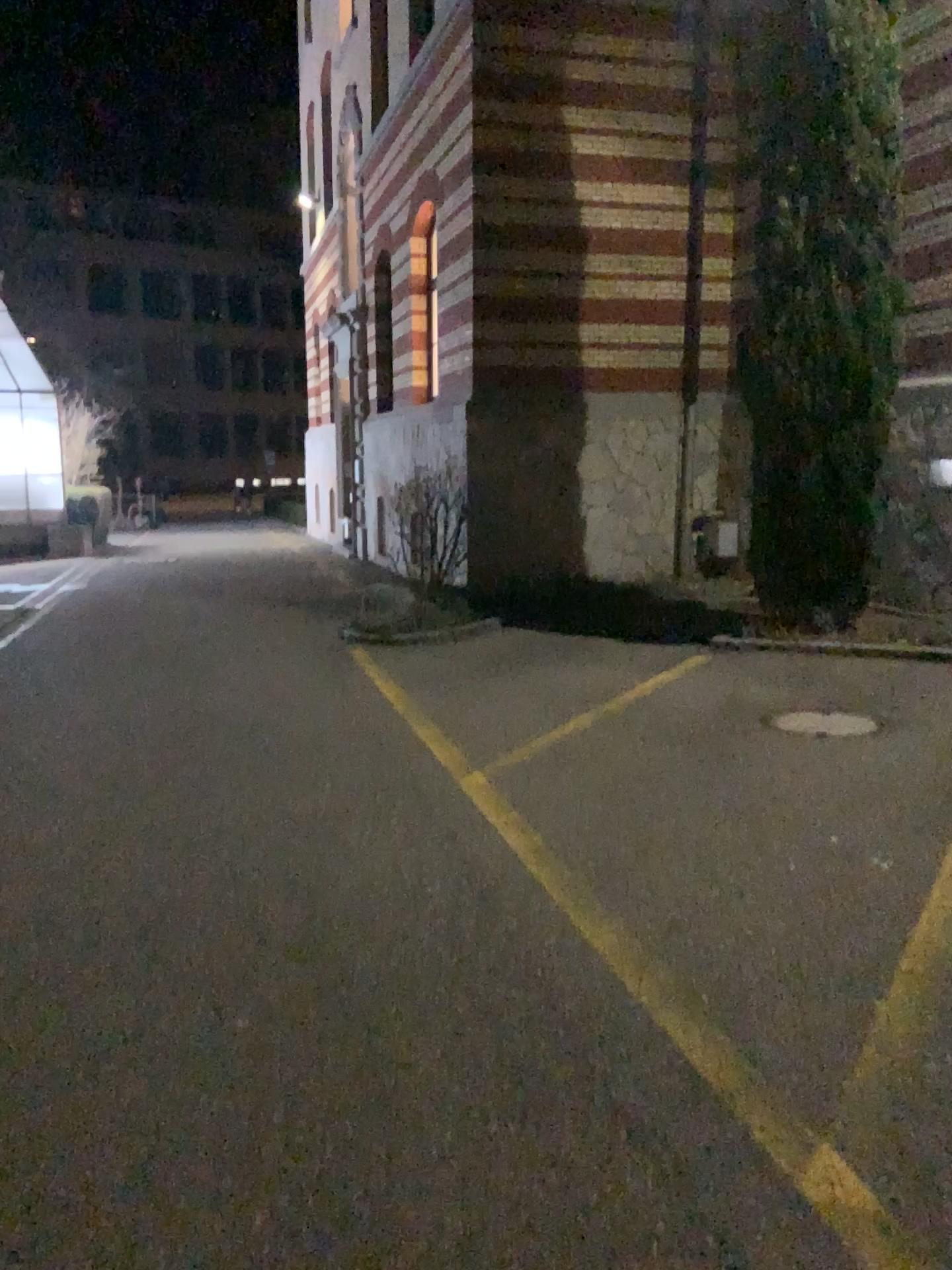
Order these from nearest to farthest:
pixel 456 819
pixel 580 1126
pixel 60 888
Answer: pixel 580 1126 < pixel 60 888 < pixel 456 819
